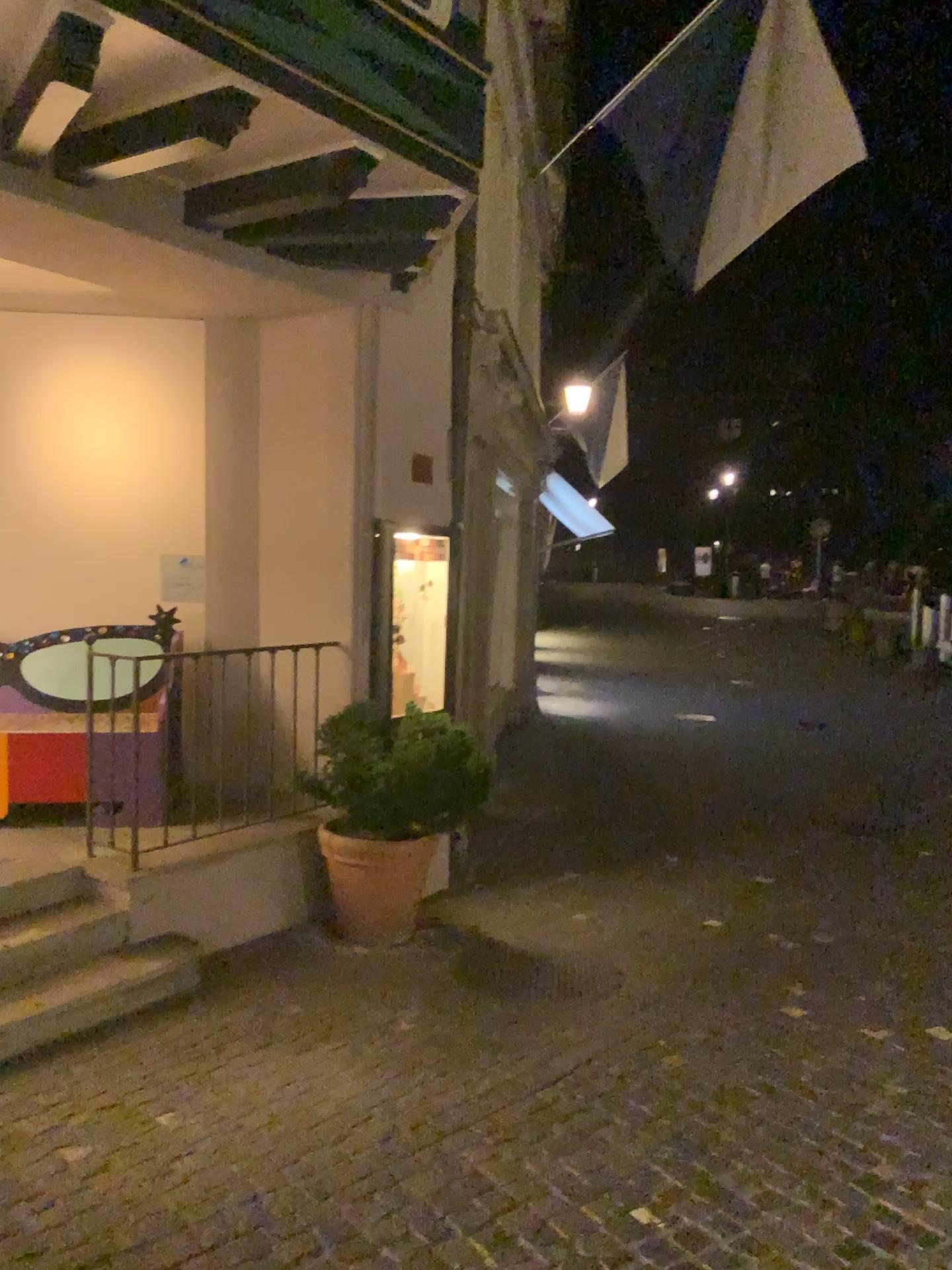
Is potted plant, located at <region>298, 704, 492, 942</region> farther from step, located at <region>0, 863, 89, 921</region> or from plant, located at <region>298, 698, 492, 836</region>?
step, located at <region>0, 863, 89, 921</region>

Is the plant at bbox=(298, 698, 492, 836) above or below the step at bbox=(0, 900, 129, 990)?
above

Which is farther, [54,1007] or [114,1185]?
[54,1007]

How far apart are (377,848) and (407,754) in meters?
0.5 m

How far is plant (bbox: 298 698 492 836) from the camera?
4.50m

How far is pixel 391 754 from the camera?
4.52m

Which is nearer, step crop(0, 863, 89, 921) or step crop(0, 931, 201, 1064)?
step crop(0, 931, 201, 1064)

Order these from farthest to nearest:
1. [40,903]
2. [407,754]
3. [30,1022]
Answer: [407,754] < [40,903] < [30,1022]

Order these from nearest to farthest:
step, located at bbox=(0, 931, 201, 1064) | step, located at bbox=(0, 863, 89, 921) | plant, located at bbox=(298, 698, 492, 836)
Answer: step, located at bbox=(0, 931, 201, 1064), step, located at bbox=(0, 863, 89, 921), plant, located at bbox=(298, 698, 492, 836)

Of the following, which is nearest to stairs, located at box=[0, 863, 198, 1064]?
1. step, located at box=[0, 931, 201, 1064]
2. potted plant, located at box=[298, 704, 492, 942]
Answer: step, located at box=[0, 931, 201, 1064]
